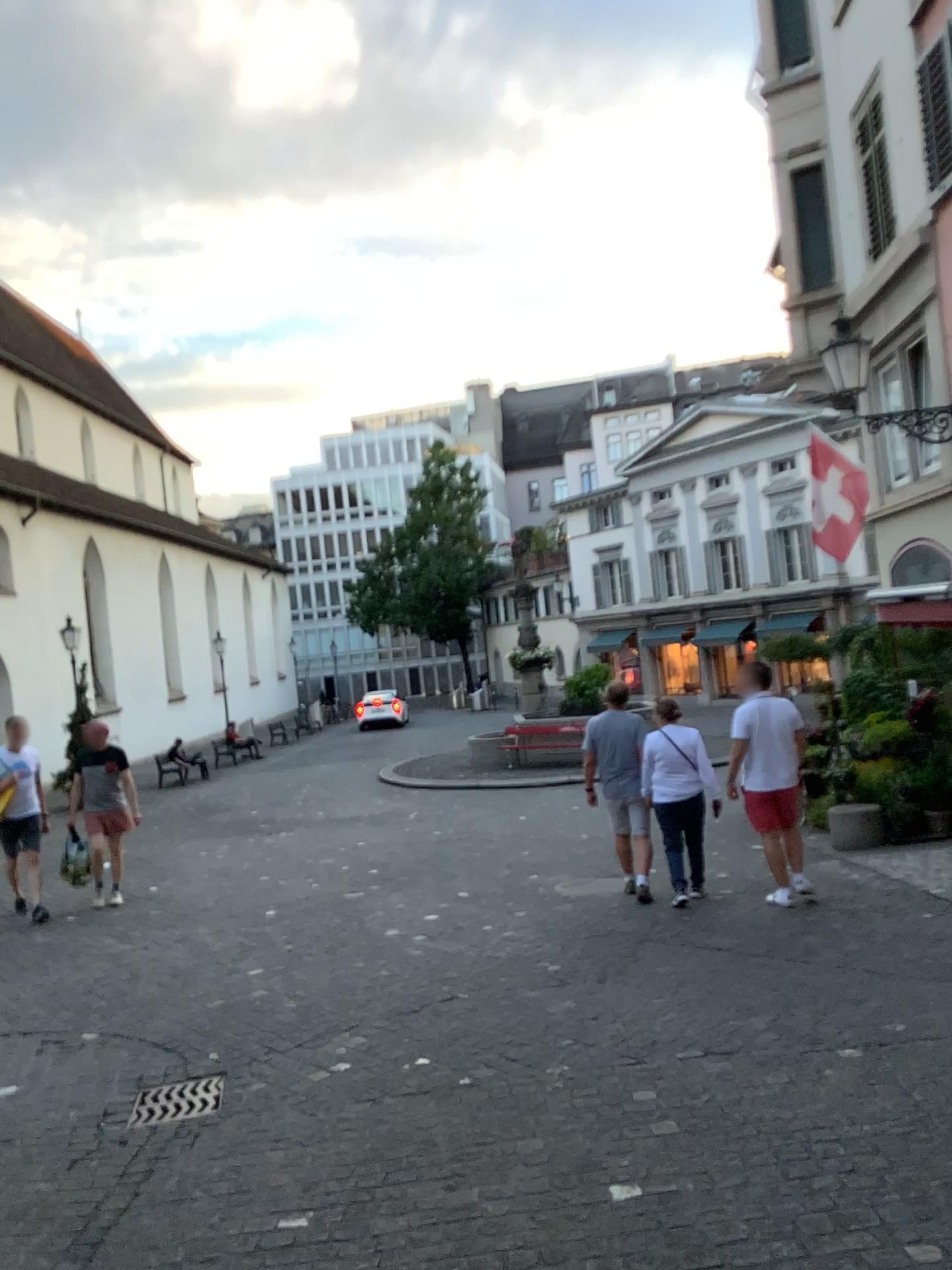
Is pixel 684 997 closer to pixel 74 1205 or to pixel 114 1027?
pixel 74 1205

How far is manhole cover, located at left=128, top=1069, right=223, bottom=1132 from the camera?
4.21m

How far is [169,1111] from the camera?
4.2 meters
